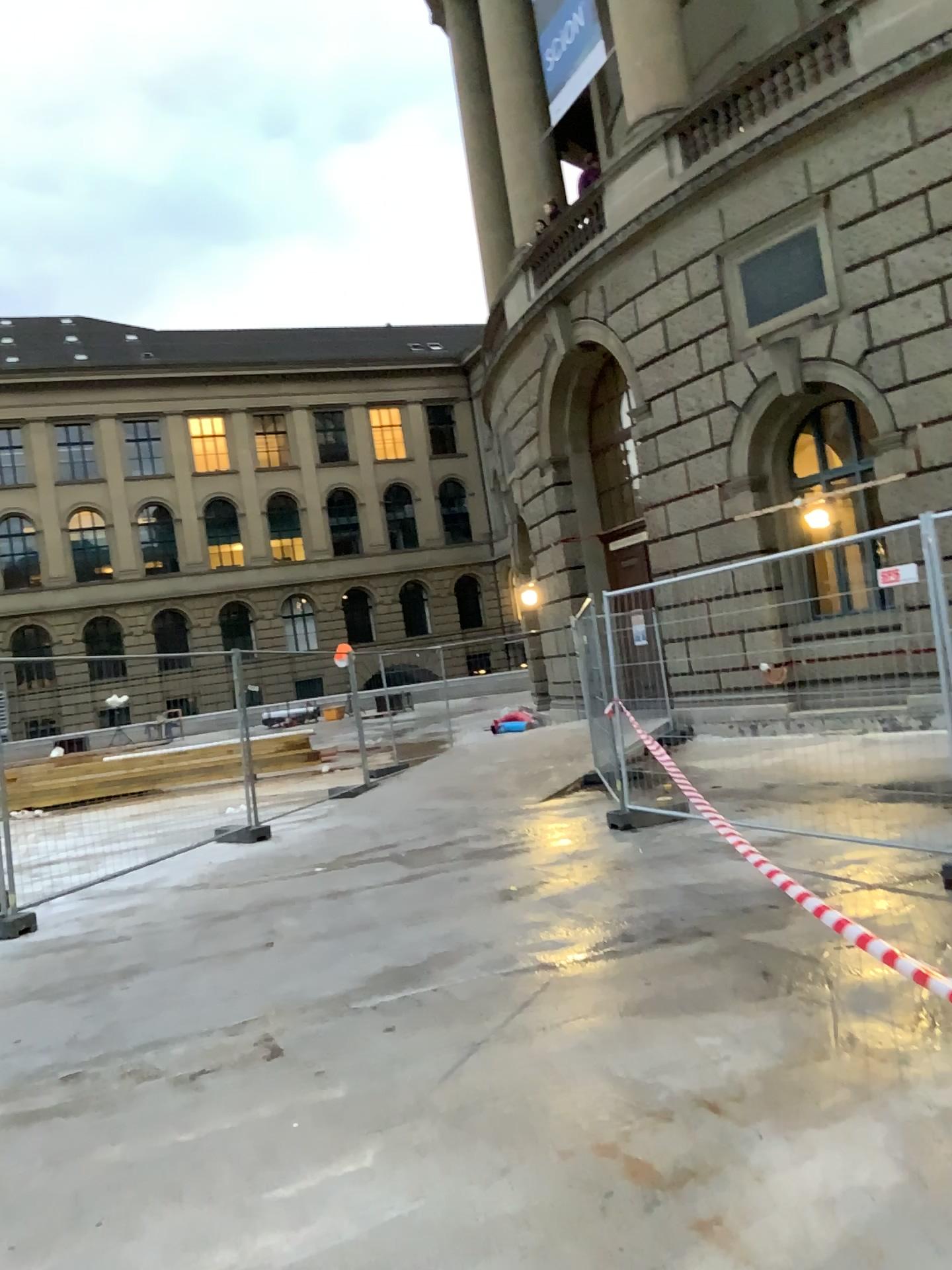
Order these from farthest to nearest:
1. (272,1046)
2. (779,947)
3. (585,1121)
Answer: (779,947) < (272,1046) < (585,1121)
